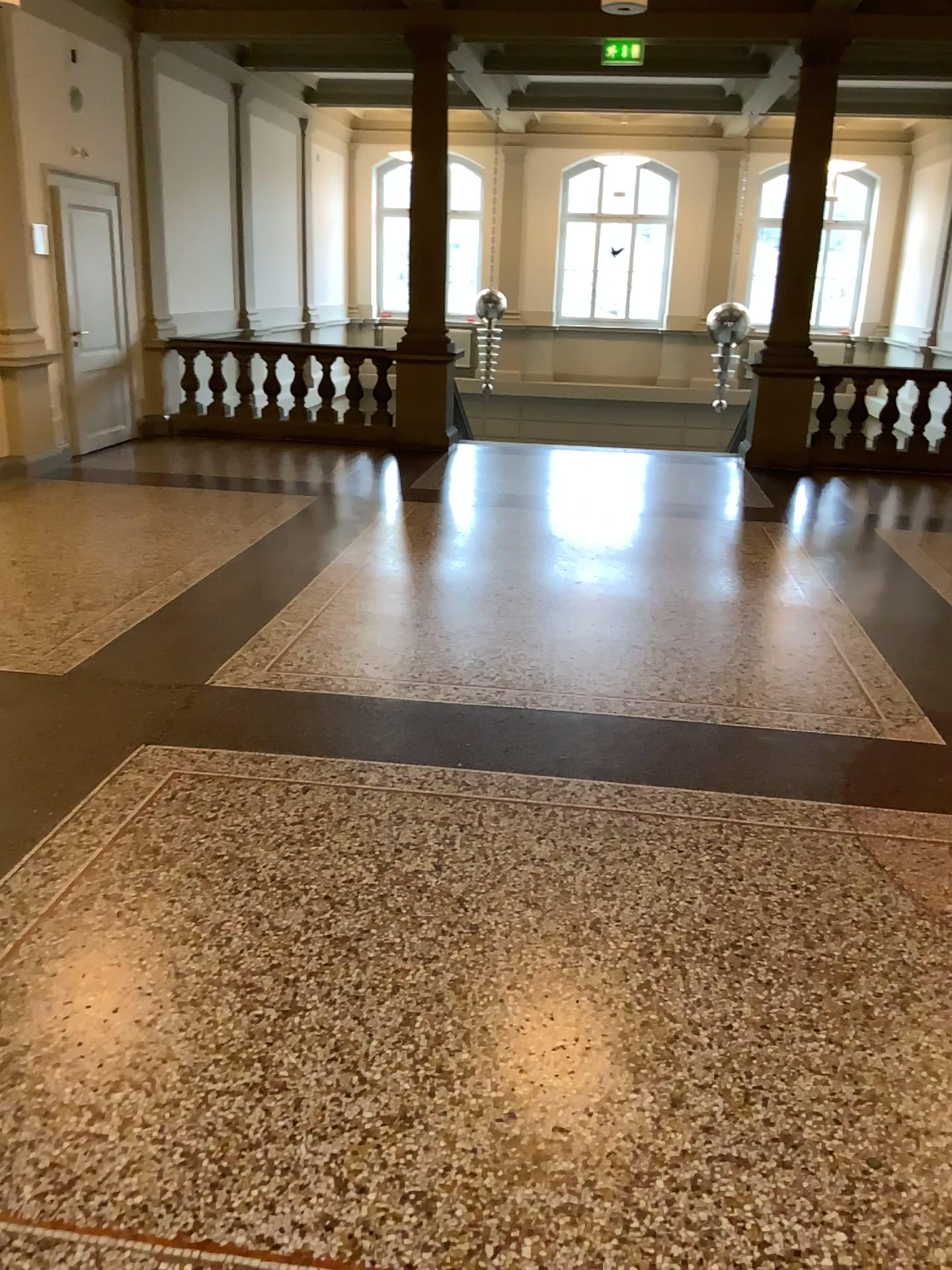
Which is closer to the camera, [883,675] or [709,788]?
[709,788]
